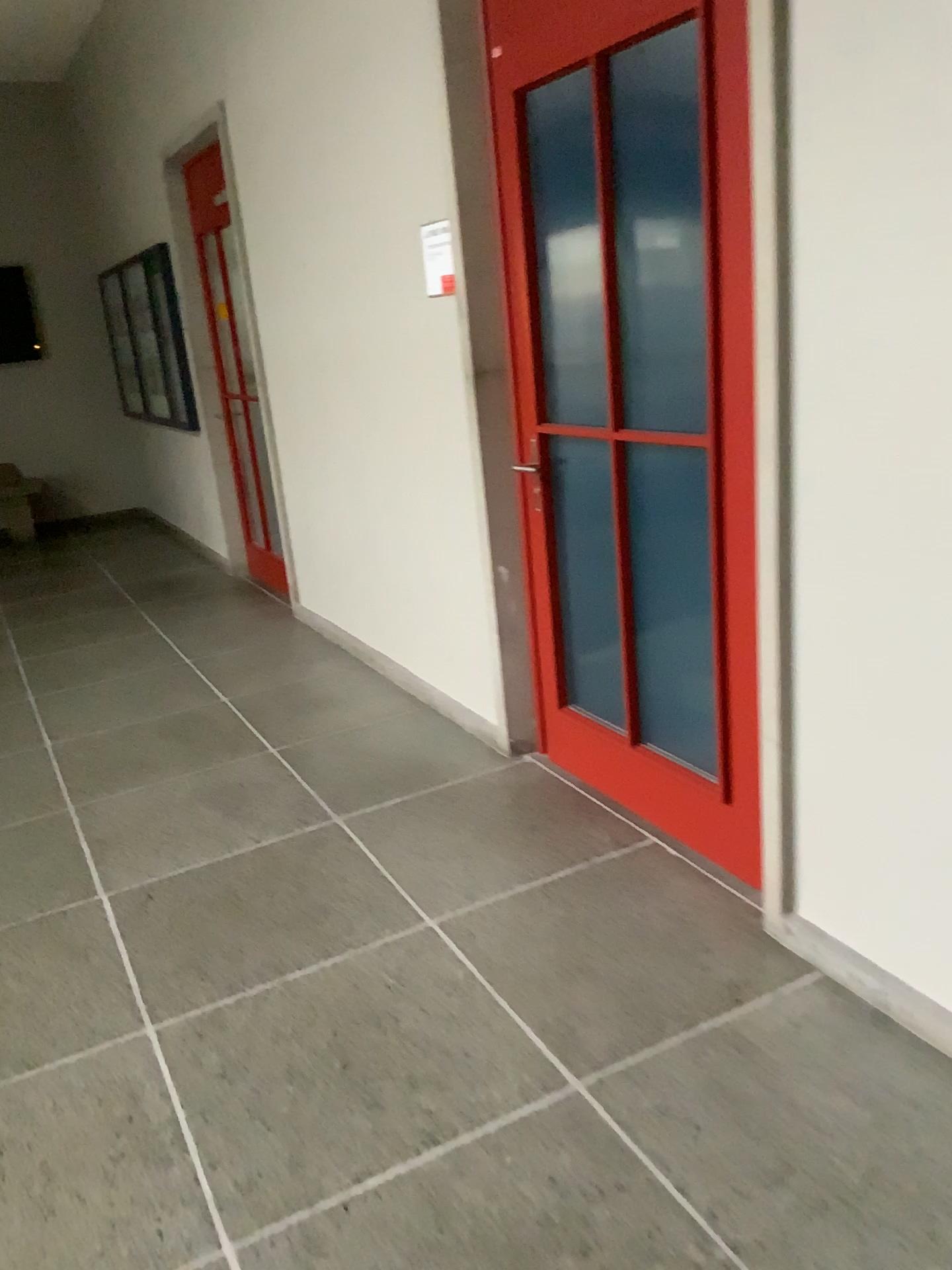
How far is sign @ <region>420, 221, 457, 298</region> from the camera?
3.2 meters

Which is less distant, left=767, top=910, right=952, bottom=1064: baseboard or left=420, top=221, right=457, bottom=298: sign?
left=767, top=910, right=952, bottom=1064: baseboard

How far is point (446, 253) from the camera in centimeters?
320cm

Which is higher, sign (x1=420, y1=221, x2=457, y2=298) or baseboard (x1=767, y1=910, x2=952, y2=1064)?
sign (x1=420, y1=221, x2=457, y2=298)

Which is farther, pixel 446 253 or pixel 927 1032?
pixel 446 253

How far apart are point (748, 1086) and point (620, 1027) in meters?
0.3

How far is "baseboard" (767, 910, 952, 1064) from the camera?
2.0m

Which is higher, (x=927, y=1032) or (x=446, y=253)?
(x=446, y=253)

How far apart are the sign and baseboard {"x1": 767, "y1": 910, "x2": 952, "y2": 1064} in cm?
205
